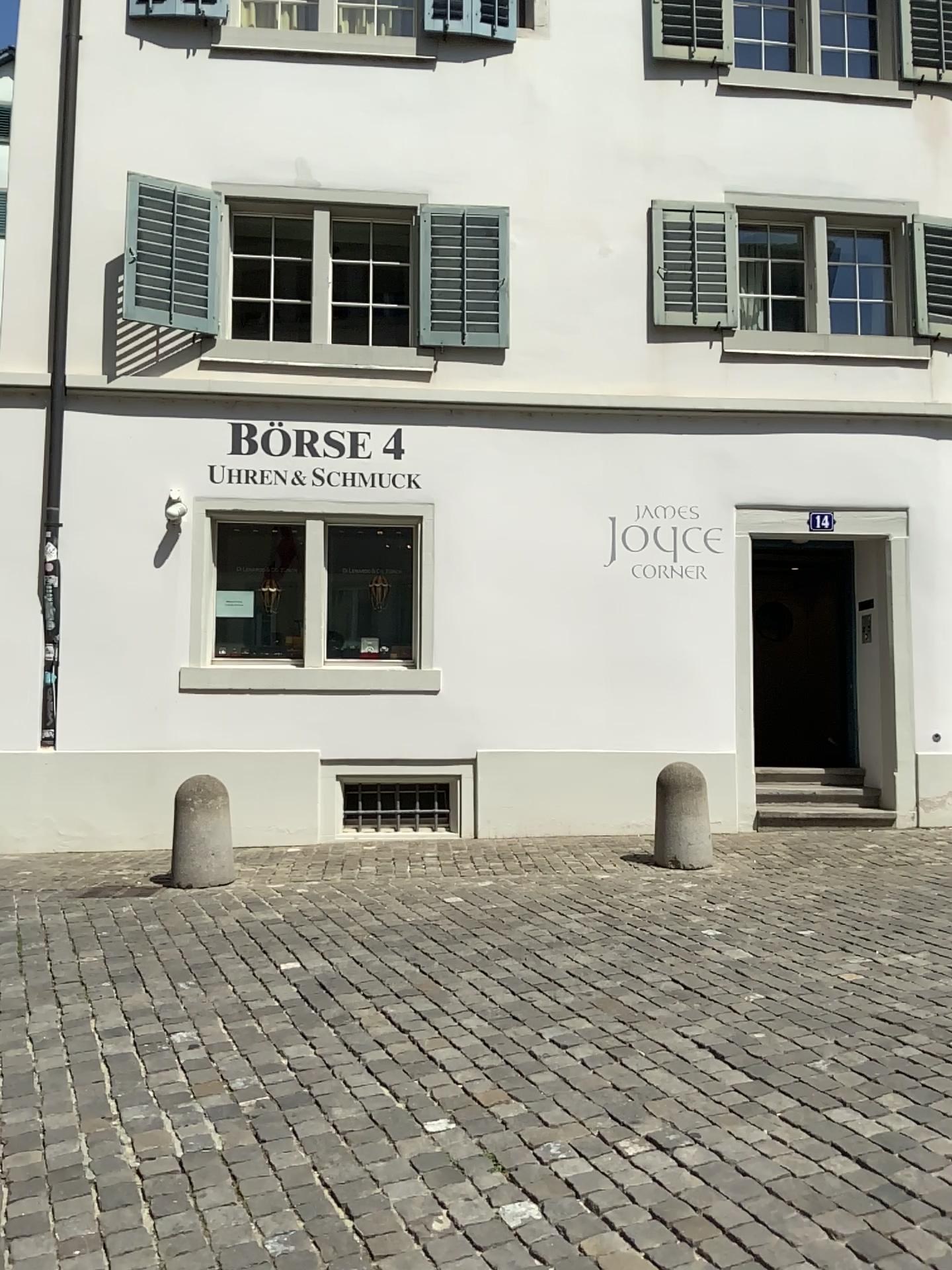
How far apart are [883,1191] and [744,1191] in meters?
0.4 m
